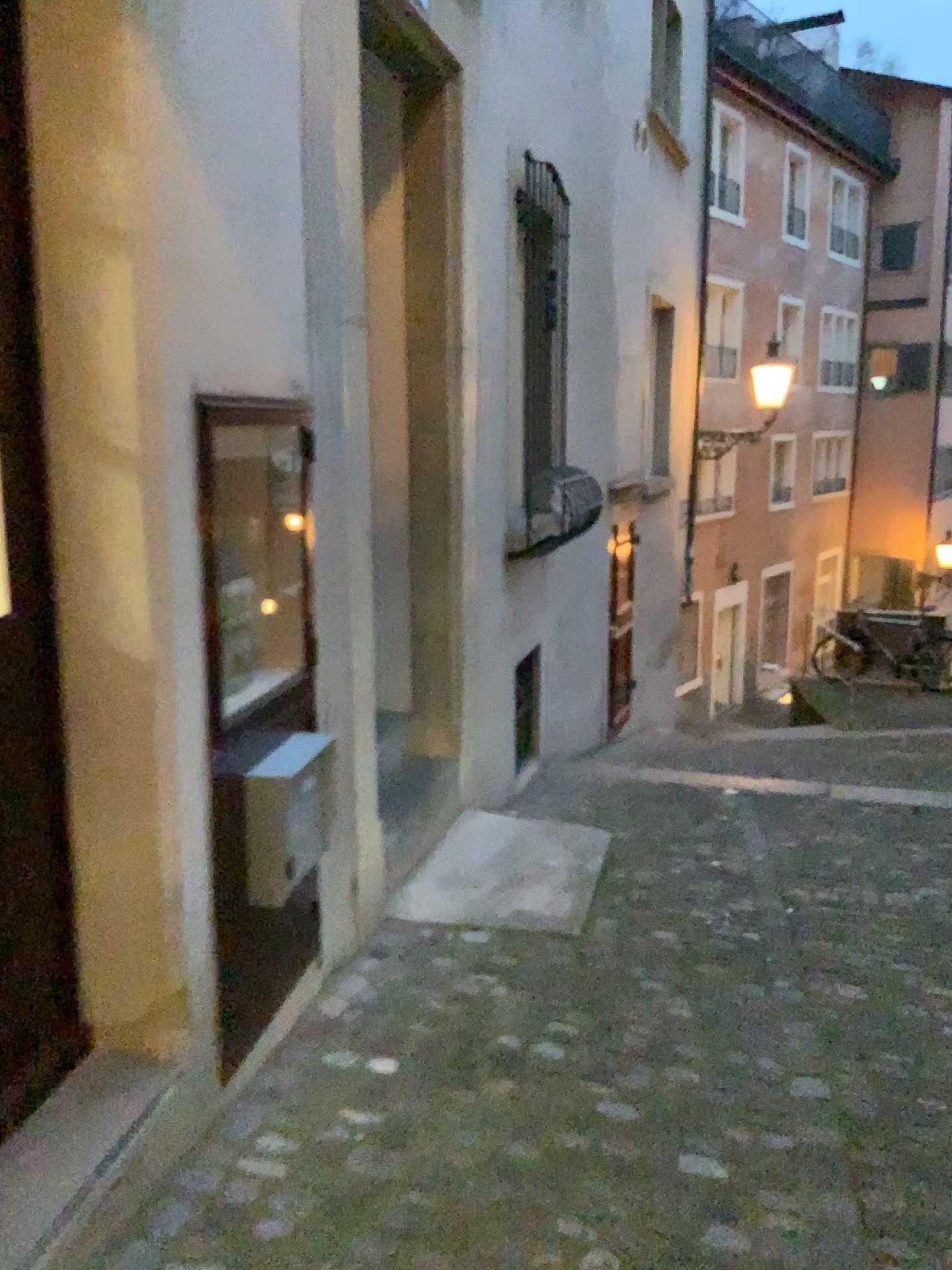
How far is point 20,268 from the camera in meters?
1.9 m

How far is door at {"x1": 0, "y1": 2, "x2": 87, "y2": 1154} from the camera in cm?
185

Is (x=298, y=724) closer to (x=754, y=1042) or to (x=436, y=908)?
(x=436, y=908)
